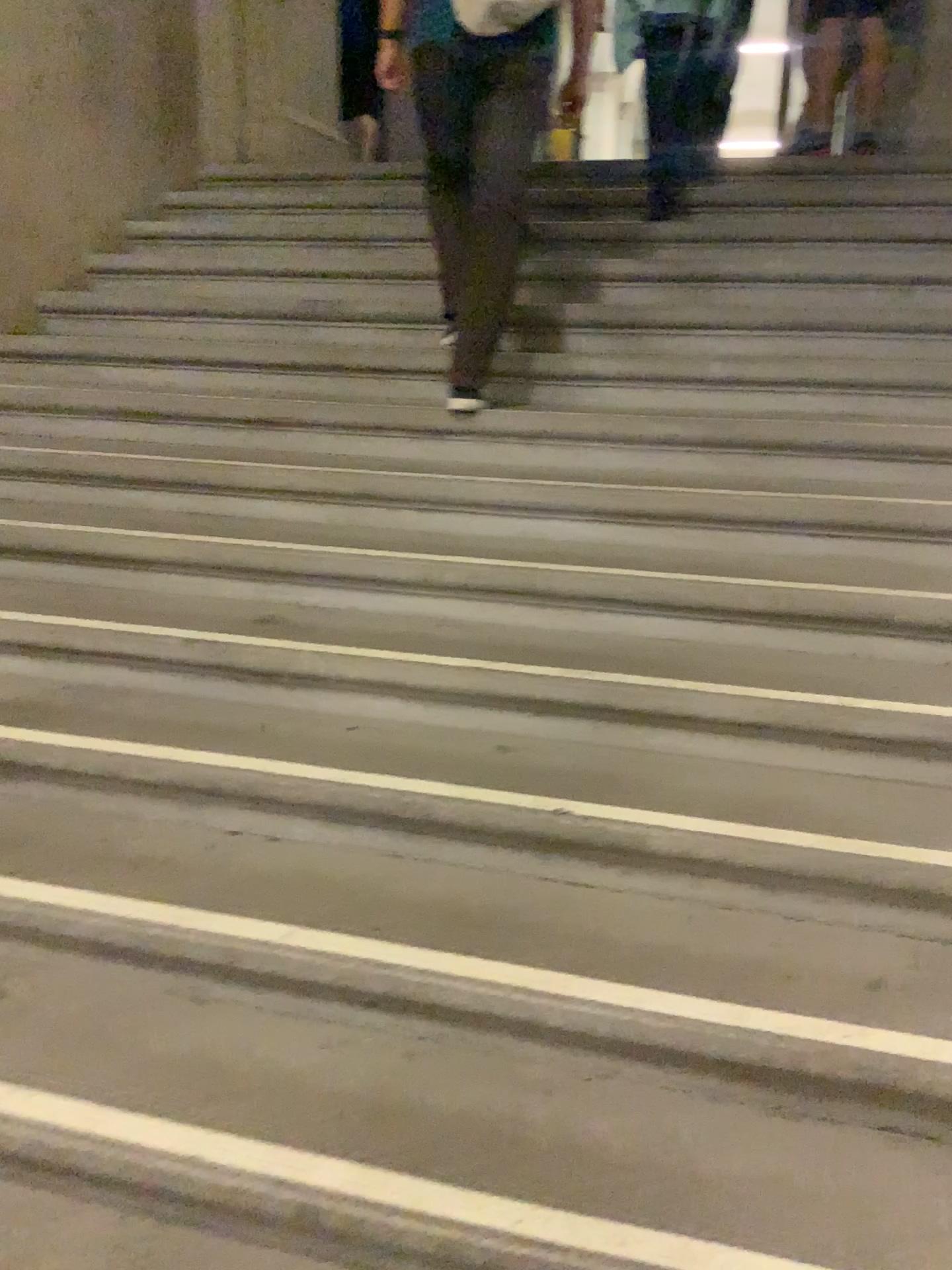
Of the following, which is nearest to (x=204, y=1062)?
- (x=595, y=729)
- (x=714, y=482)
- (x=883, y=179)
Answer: (x=595, y=729)
